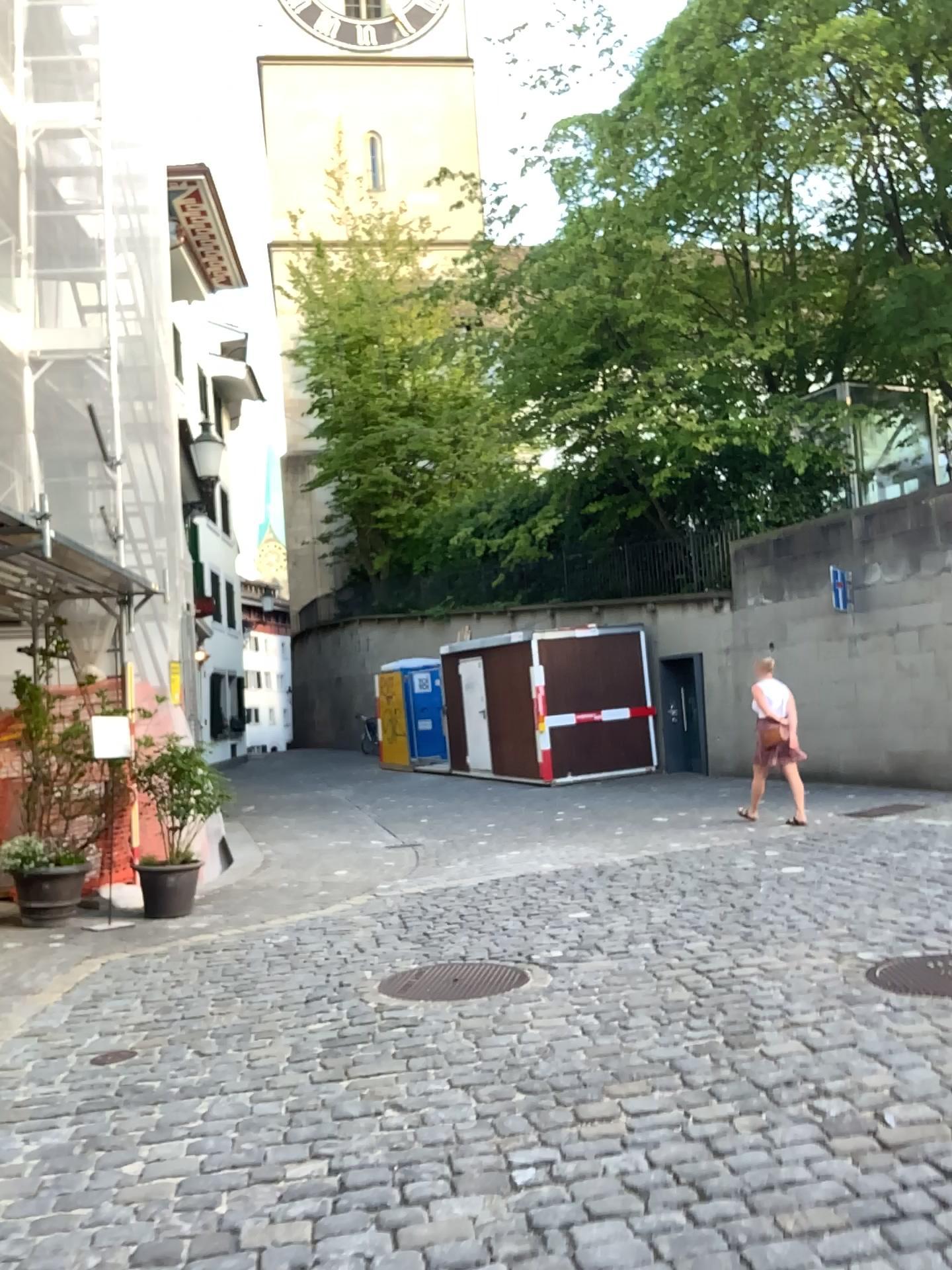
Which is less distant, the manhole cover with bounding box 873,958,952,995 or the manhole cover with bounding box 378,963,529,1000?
the manhole cover with bounding box 873,958,952,995

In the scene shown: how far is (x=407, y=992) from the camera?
4.67m

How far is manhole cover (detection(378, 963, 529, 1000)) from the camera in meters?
4.7 m

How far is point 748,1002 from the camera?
4.2 meters

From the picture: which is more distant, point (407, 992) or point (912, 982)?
point (407, 992)
